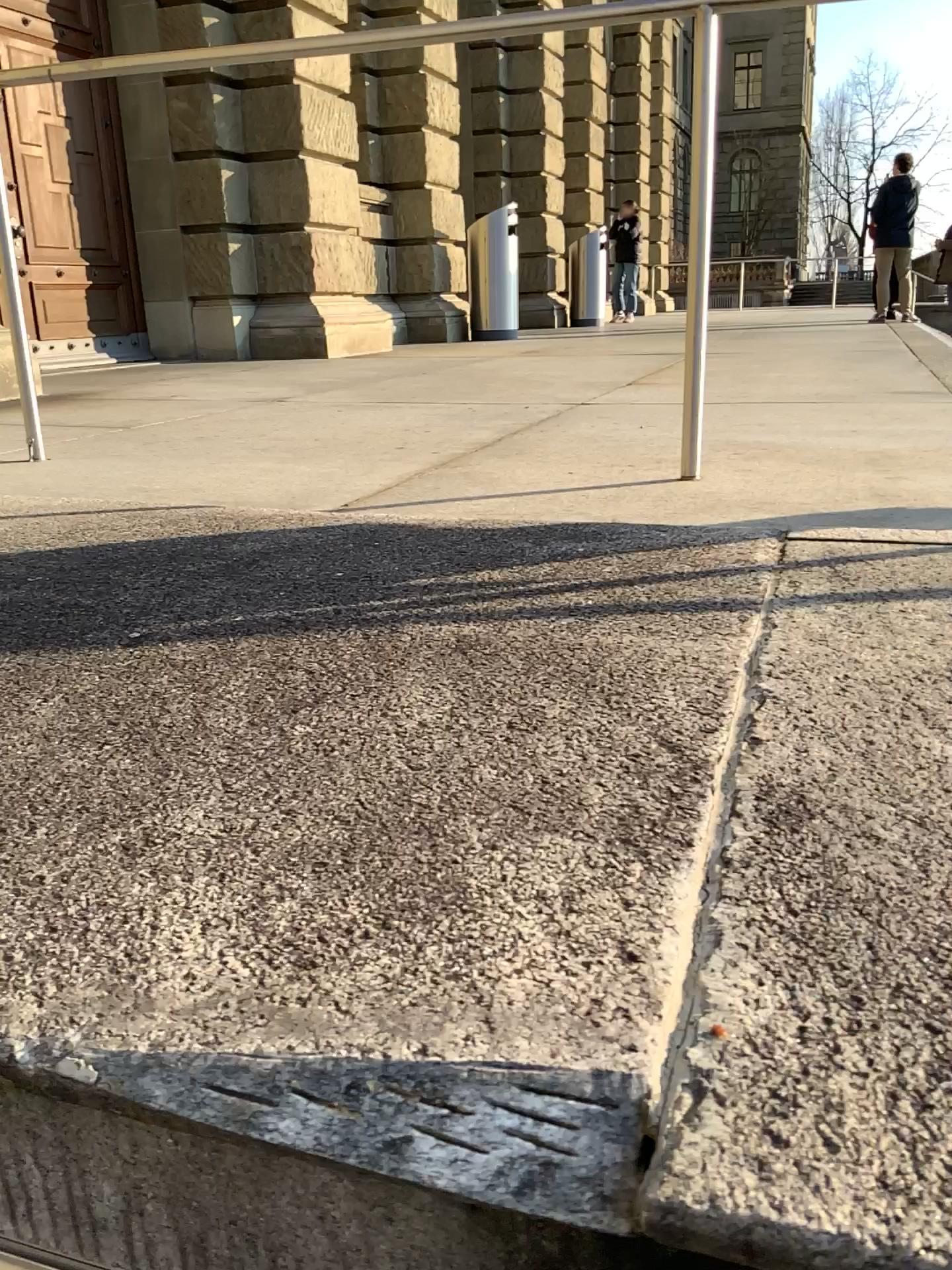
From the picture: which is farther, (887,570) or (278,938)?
(887,570)
